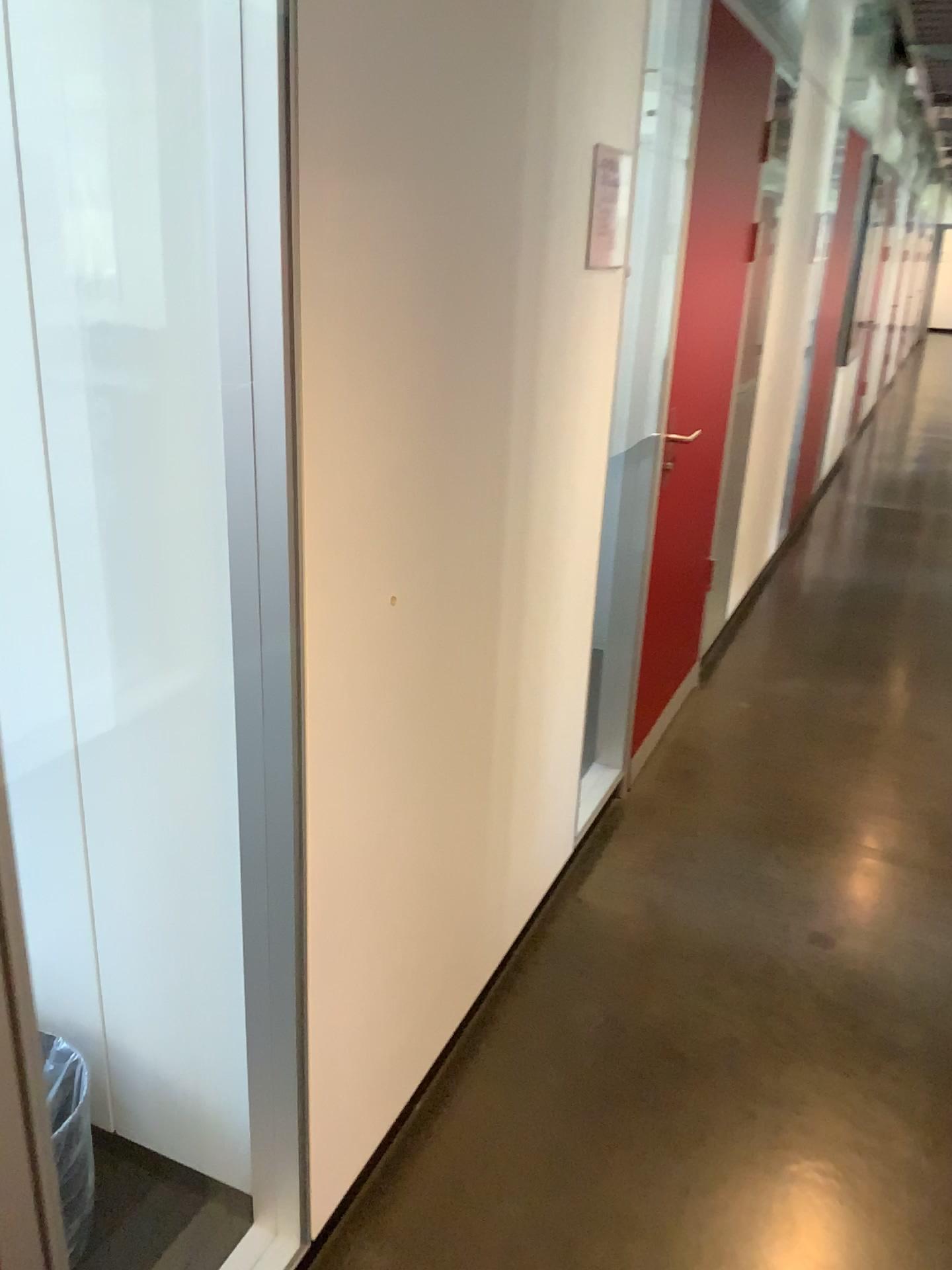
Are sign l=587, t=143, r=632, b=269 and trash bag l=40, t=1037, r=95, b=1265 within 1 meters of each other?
no

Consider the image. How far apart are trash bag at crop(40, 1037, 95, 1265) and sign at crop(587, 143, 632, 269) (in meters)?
1.50

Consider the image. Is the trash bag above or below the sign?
below

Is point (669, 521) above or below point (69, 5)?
below

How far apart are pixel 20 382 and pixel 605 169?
1.1 meters

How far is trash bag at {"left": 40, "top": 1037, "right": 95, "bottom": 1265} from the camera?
1.1 meters

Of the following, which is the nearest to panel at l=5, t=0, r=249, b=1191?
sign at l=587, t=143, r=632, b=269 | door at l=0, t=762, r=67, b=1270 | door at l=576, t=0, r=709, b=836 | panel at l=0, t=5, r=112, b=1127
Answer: panel at l=0, t=5, r=112, b=1127

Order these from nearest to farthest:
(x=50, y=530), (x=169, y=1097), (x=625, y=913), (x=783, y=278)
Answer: (x=50, y=530) < (x=169, y=1097) < (x=625, y=913) < (x=783, y=278)

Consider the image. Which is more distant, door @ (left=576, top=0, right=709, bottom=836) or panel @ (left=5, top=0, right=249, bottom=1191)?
door @ (left=576, top=0, right=709, bottom=836)

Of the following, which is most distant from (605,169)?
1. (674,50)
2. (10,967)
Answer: (10,967)
